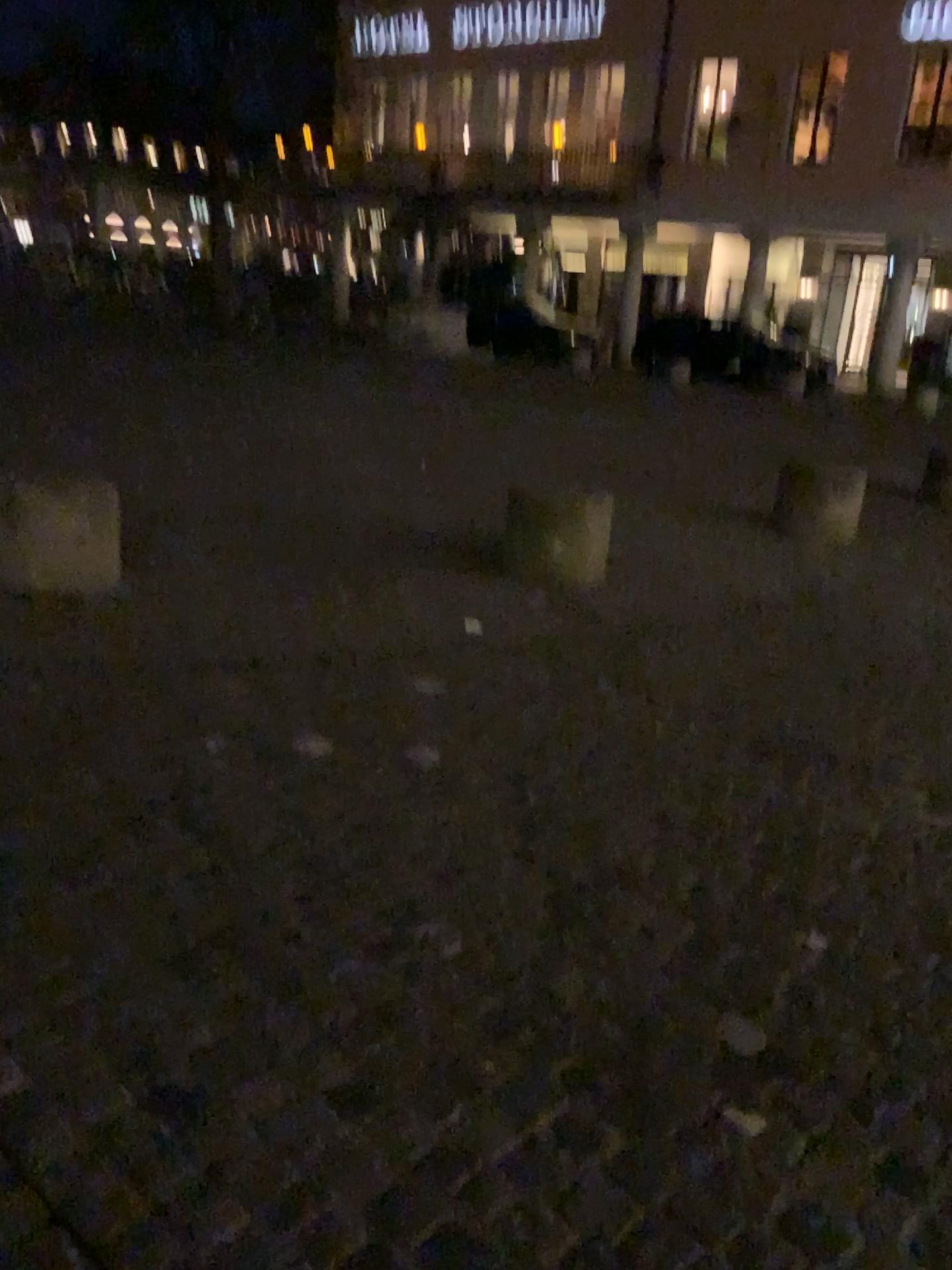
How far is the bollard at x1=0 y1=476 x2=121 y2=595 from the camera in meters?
3.8

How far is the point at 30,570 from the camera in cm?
383

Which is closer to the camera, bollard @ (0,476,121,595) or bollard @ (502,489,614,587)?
bollard @ (0,476,121,595)

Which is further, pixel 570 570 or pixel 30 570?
pixel 570 570

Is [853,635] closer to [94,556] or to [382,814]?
[382,814]
